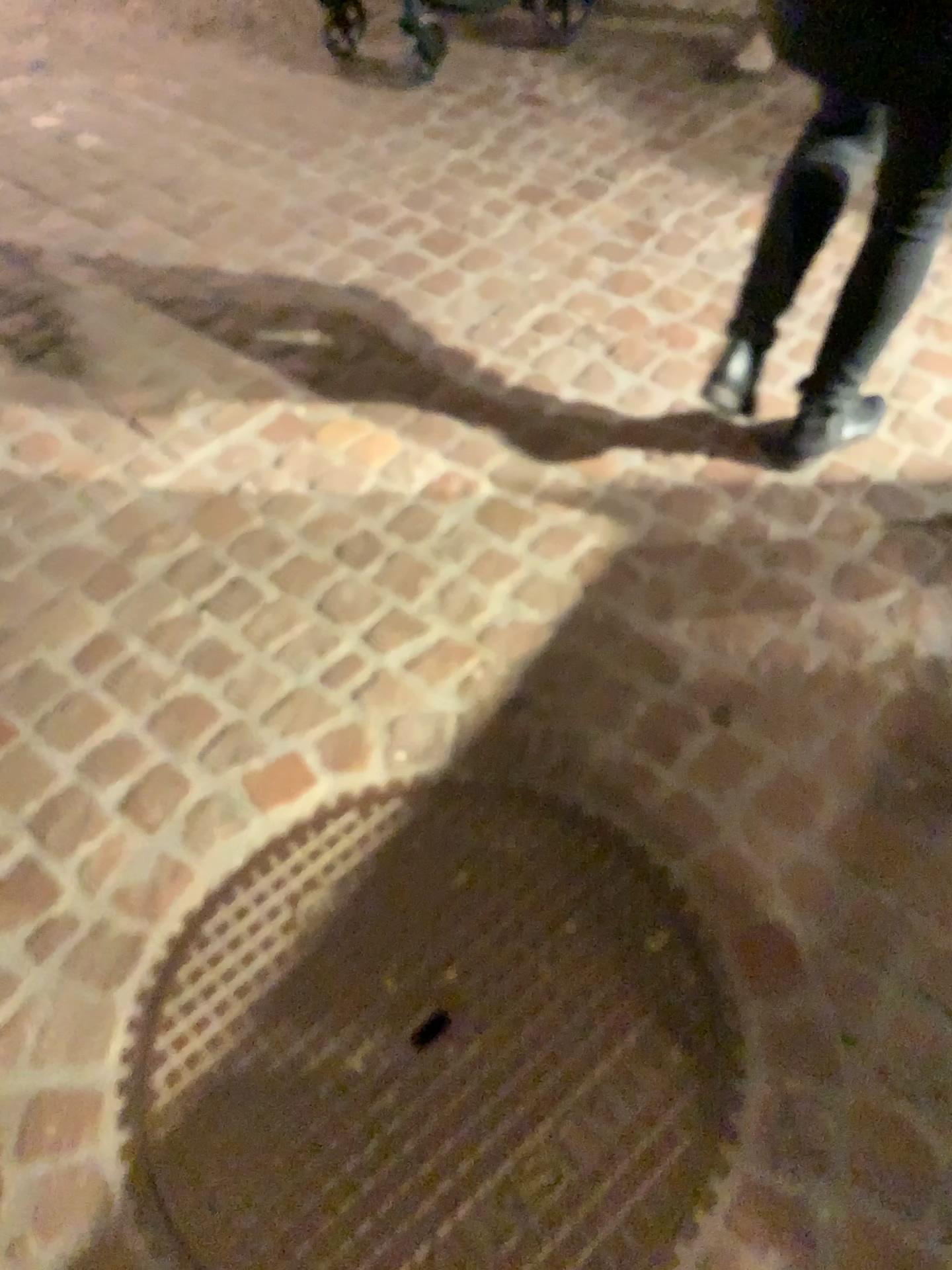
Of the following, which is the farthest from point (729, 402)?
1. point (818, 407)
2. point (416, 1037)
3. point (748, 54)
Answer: point (748, 54)

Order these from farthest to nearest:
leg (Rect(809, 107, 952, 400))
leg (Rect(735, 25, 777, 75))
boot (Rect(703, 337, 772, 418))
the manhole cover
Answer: leg (Rect(735, 25, 777, 75)), boot (Rect(703, 337, 772, 418)), leg (Rect(809, 107, 952, 400)), the manhole cover

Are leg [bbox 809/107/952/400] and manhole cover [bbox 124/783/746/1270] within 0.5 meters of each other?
no

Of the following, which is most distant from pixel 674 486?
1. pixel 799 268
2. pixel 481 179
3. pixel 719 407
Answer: pixel 481 179

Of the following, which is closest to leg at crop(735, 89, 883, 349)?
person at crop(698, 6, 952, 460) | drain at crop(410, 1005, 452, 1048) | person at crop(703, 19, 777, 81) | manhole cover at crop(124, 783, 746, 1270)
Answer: person at crop(698, 6, 952, 460)

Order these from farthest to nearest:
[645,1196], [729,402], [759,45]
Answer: [759,45], [729,402], [645,1196]

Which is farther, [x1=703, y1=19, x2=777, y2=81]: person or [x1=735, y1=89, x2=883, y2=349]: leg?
[x1=703, y1=19, x2=777, y2=81]: person

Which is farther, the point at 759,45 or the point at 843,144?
the point at 759,45

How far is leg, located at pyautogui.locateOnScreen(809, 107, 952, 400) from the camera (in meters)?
1.45

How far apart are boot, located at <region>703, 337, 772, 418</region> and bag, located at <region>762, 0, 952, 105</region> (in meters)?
0.56
